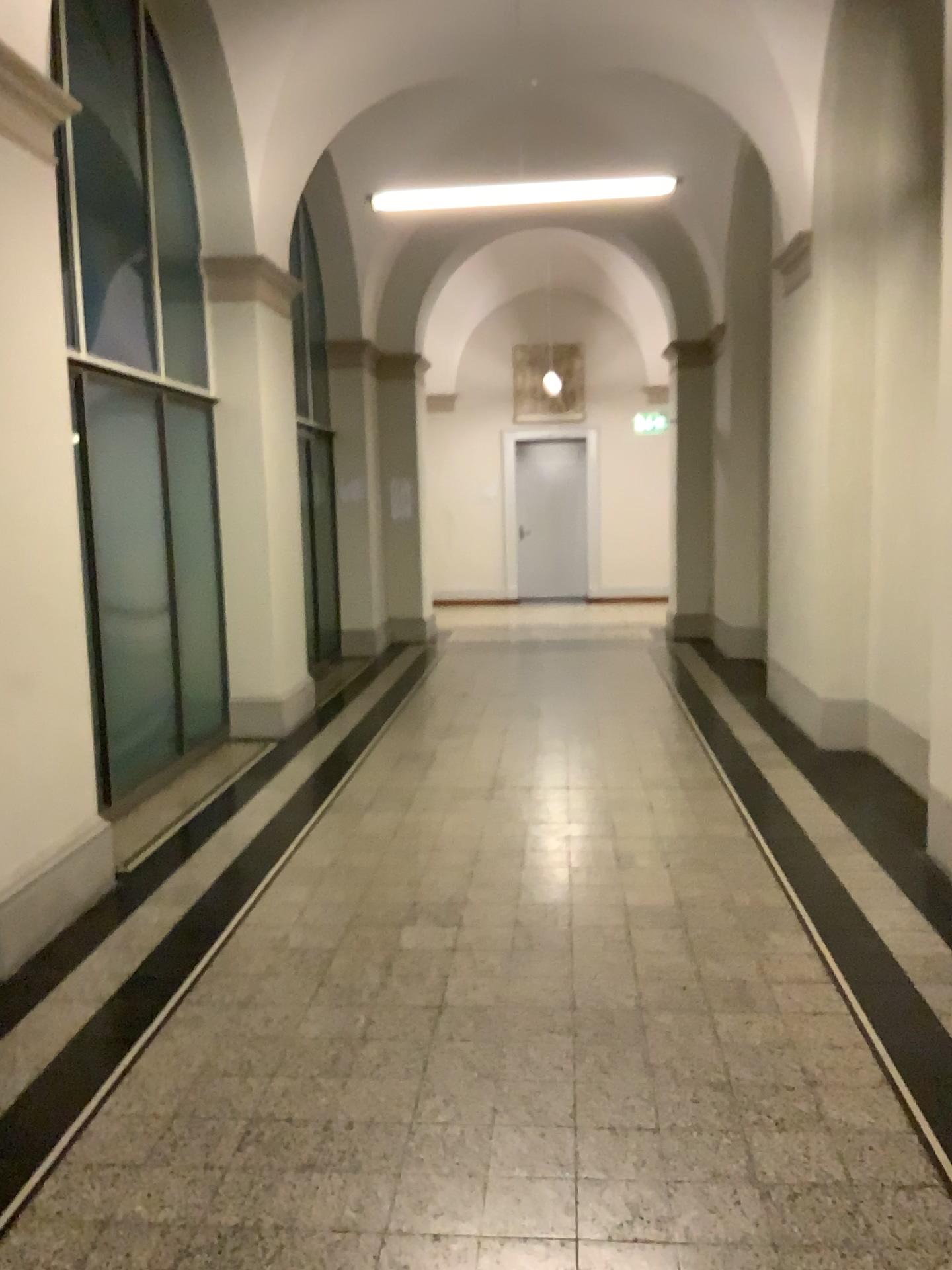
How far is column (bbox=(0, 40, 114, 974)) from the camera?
3.65m

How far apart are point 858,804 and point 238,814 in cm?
293

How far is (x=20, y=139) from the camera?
3.65m
